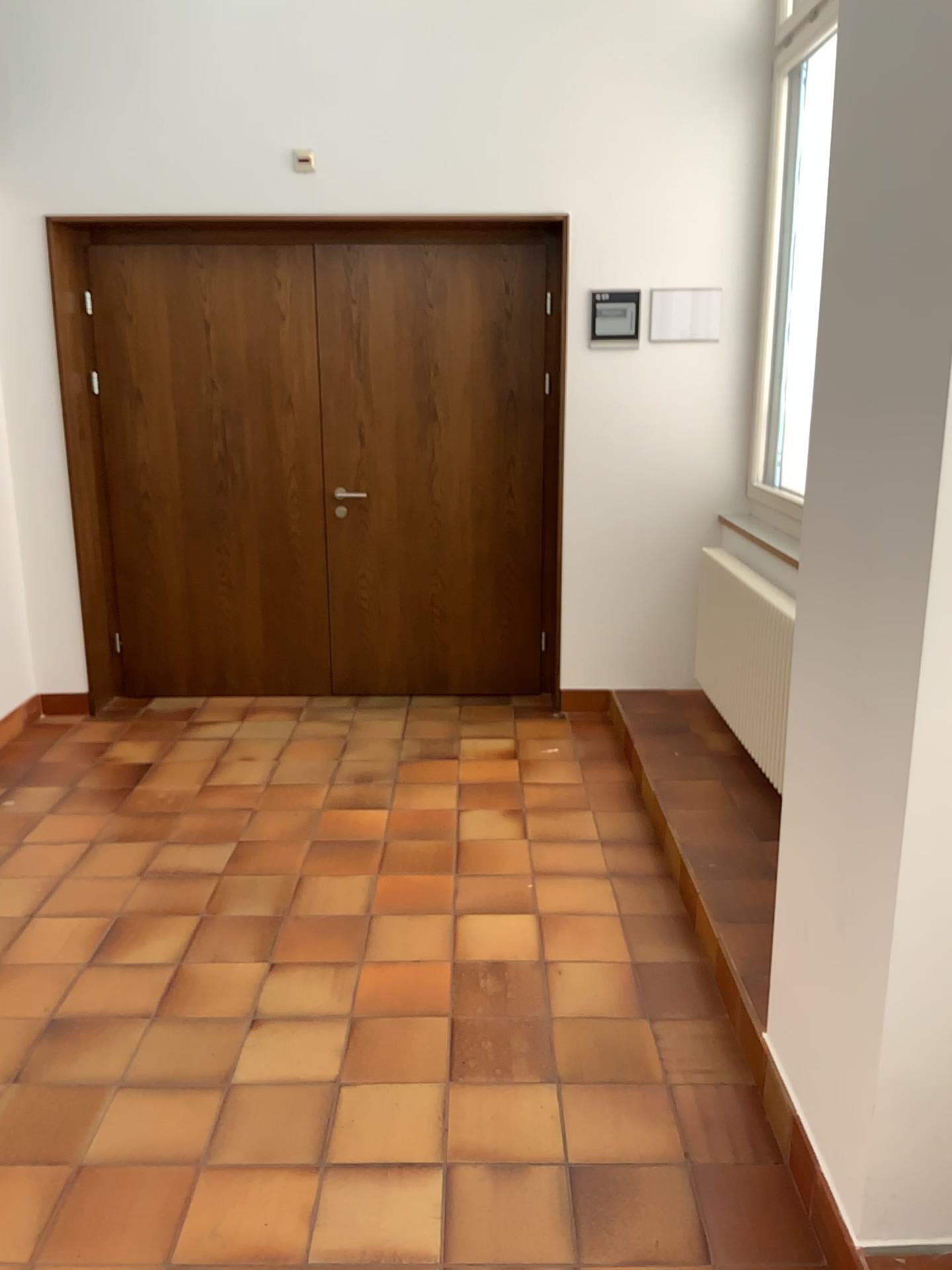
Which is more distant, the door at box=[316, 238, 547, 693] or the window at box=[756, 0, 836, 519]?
the door at box=[316, 238, 547, 693]

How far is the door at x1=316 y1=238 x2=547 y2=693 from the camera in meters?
4.8 m

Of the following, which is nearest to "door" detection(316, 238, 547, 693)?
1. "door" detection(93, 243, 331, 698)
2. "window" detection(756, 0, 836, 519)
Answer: "door" detection(93, 243, 331, 698)

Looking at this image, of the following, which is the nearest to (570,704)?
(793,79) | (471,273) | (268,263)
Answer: (471,273)

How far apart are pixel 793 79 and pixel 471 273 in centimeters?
155cm

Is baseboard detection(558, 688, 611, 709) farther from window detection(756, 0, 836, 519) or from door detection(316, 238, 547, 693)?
window detection(756, 0, 836, 519)

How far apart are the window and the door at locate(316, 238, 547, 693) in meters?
1.0 m

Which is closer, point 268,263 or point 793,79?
point 793,79

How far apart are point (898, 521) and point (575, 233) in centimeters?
A: 315cm

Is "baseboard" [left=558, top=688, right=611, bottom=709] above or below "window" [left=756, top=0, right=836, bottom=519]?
below
